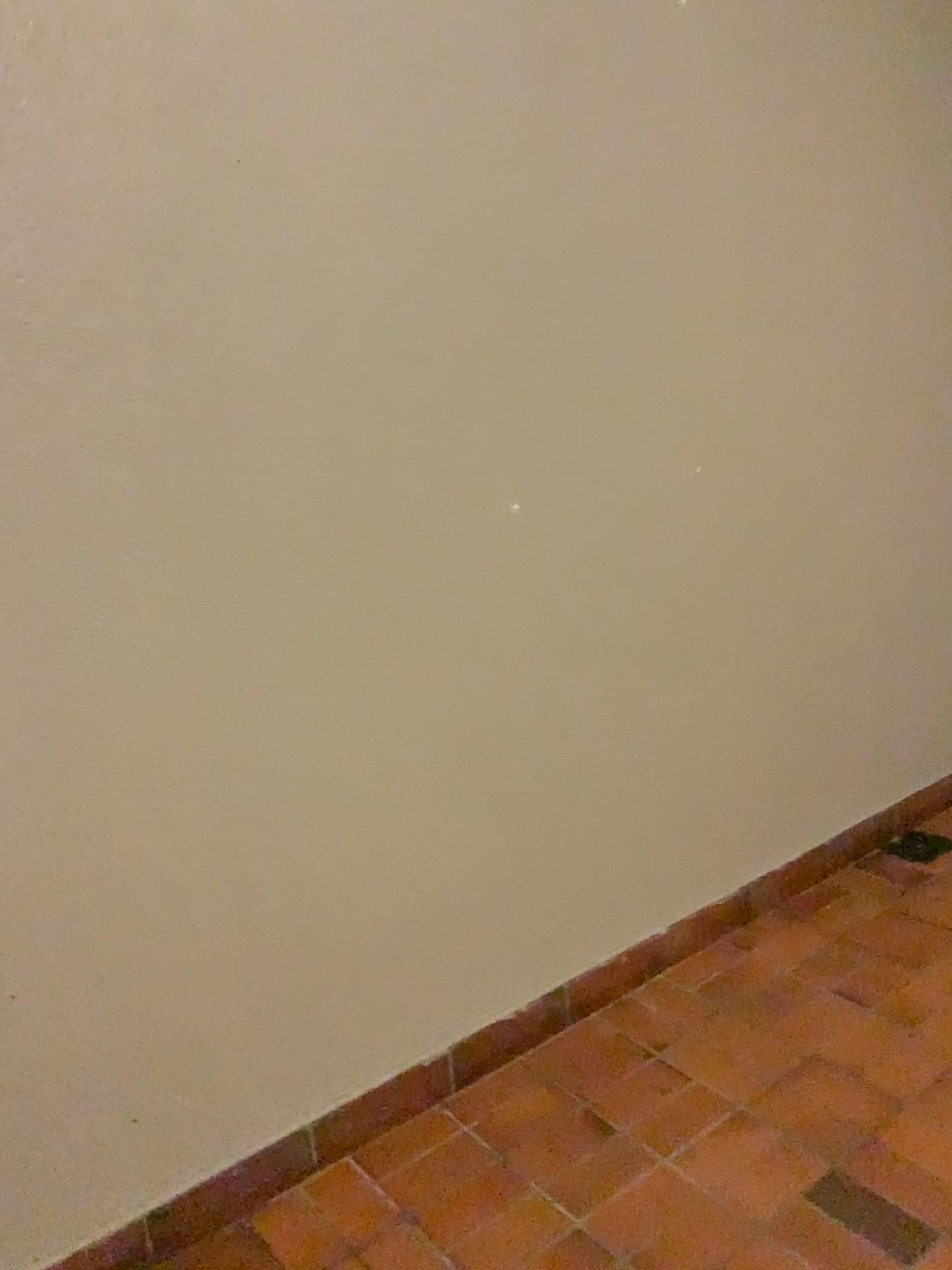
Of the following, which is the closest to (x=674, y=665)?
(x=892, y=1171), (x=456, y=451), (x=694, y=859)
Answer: (x=694, y=859)
